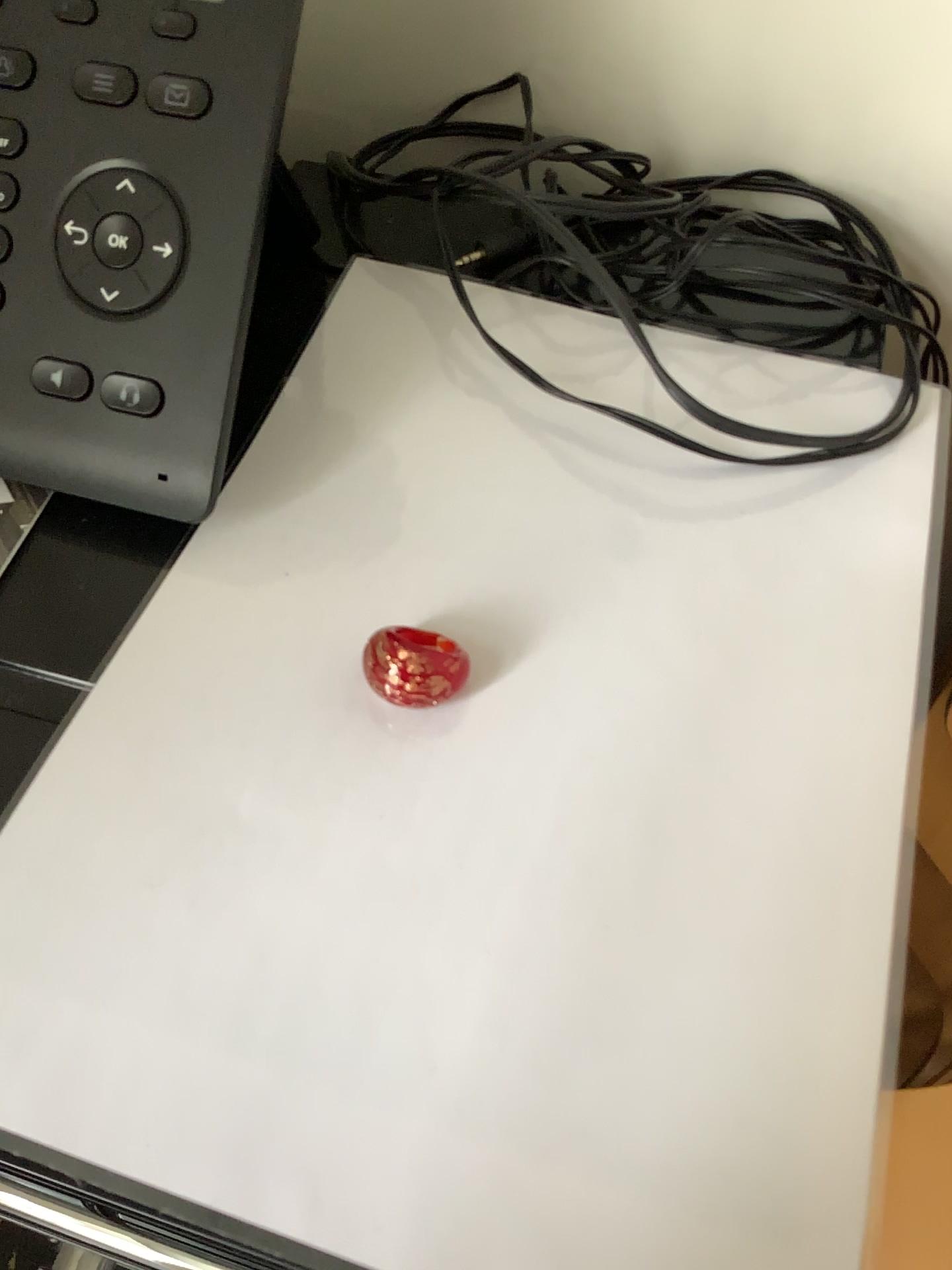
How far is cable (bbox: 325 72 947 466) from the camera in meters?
0.4

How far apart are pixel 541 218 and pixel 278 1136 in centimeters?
29cm

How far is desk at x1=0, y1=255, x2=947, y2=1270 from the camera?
0.22m

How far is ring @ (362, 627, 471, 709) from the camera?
0.3m

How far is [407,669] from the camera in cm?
28

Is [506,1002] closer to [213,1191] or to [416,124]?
[213,1191]

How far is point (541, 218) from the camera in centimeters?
36cm
